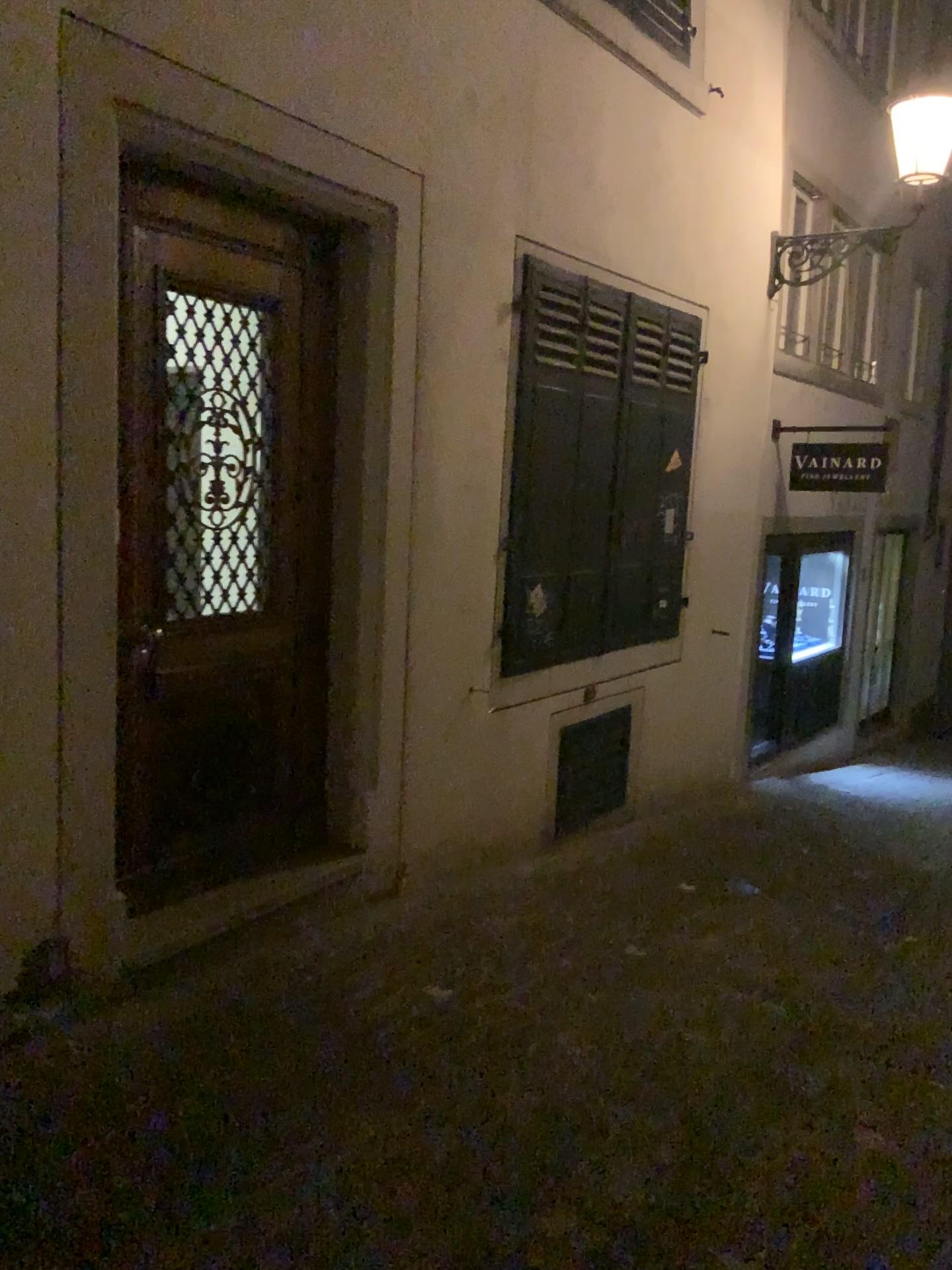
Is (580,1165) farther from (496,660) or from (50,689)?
(496,660)
